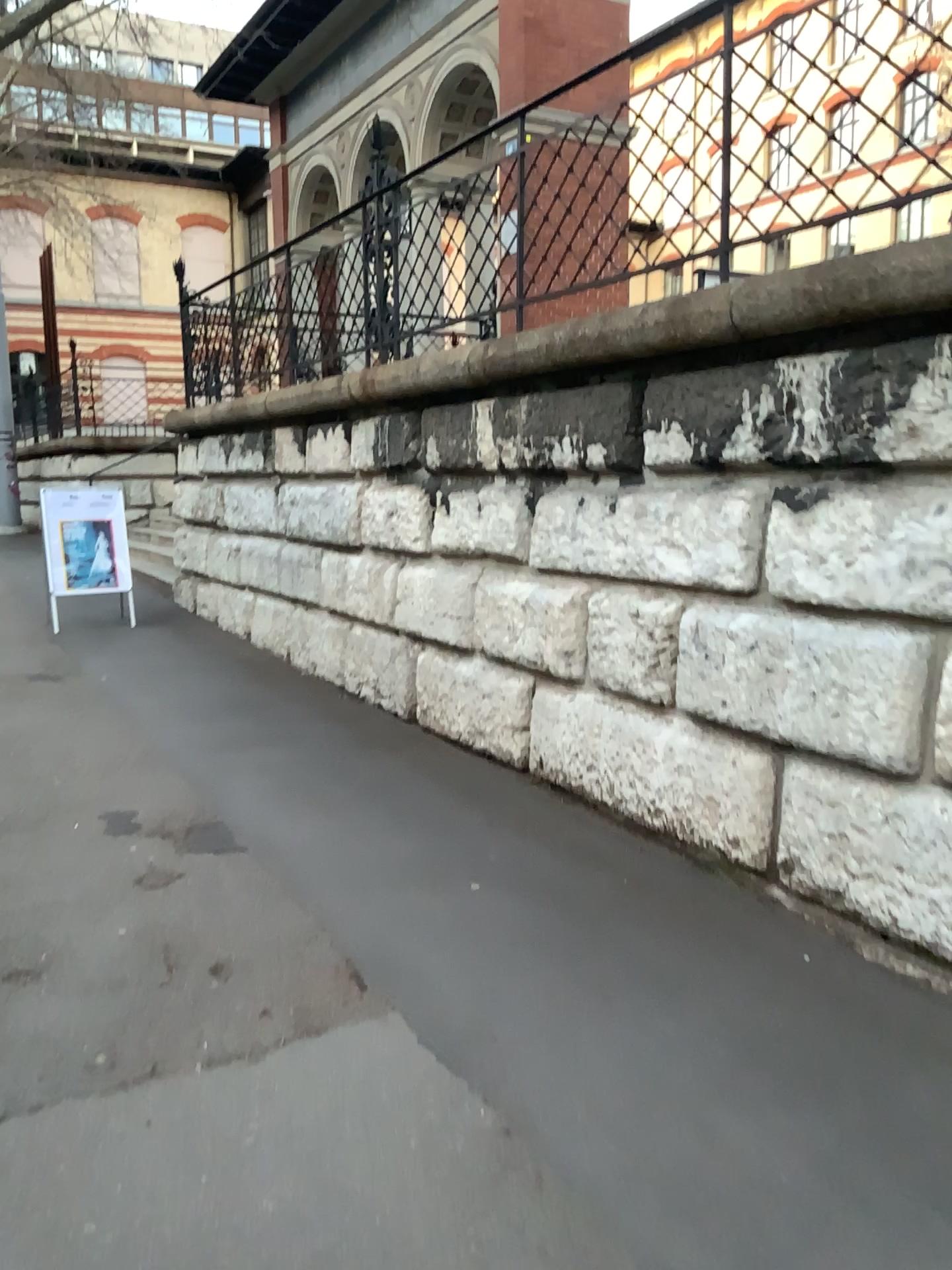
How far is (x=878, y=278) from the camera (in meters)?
2.95
